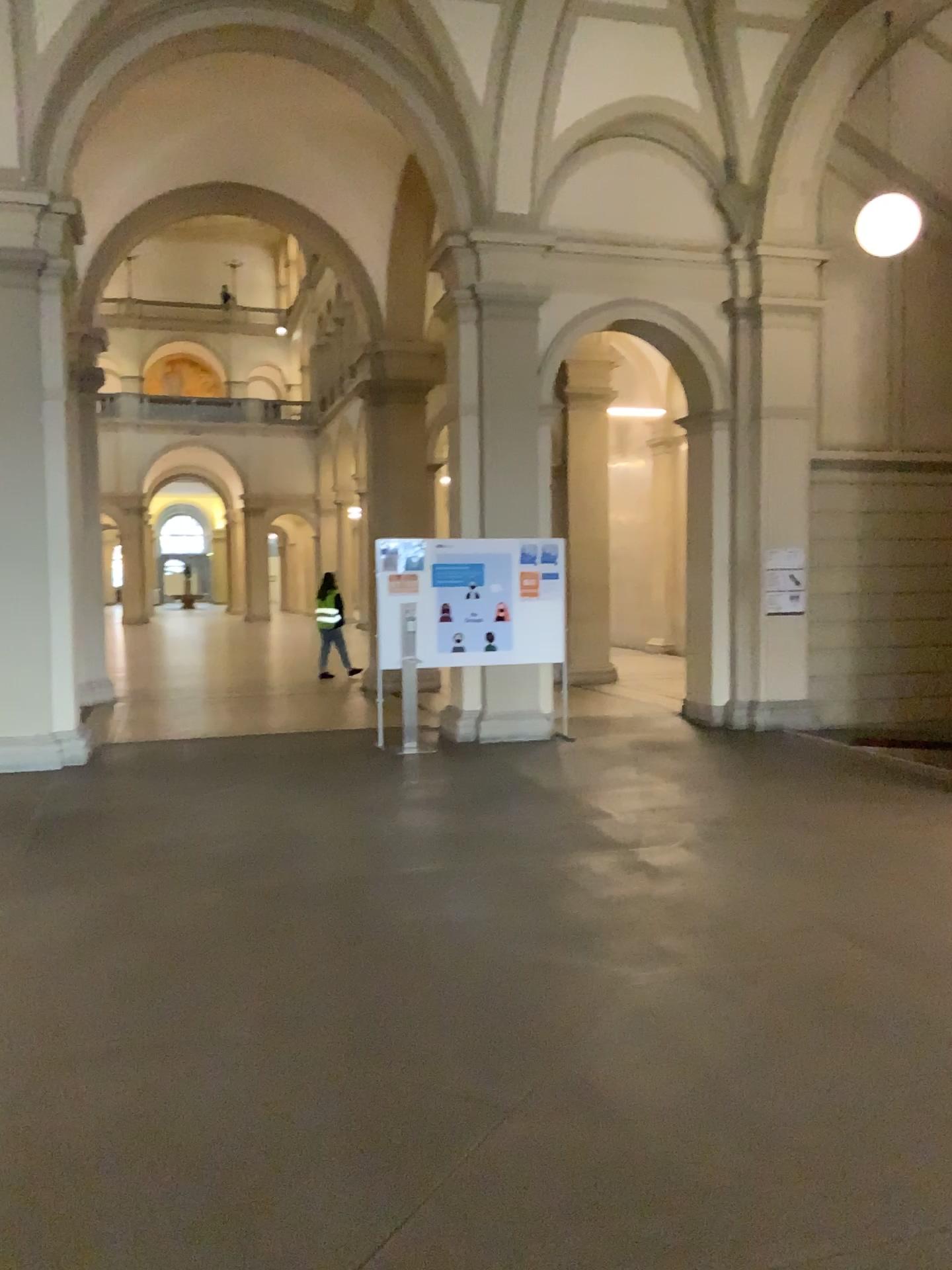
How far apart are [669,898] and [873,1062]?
1.7 meters
